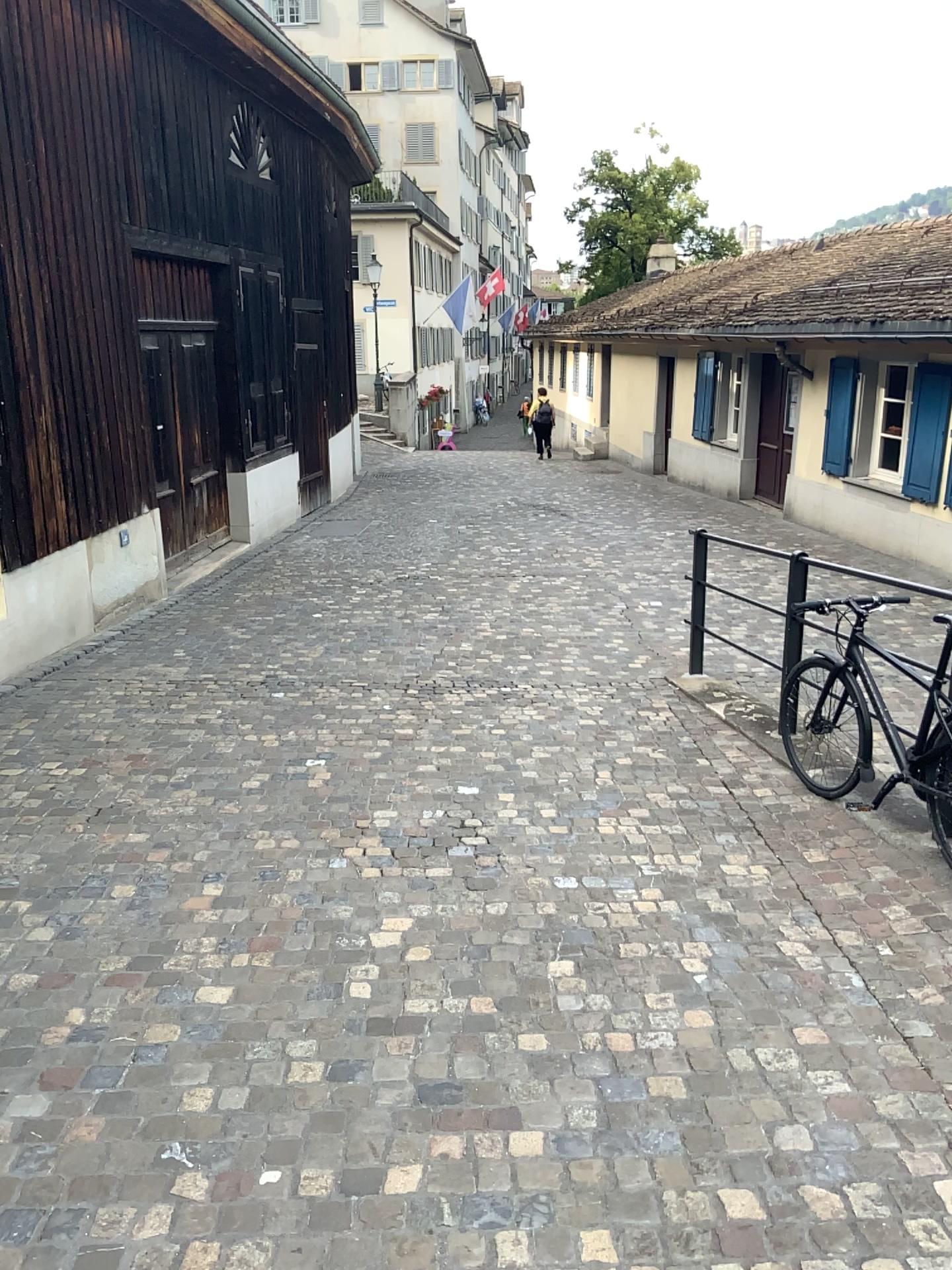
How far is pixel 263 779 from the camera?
4.9m
